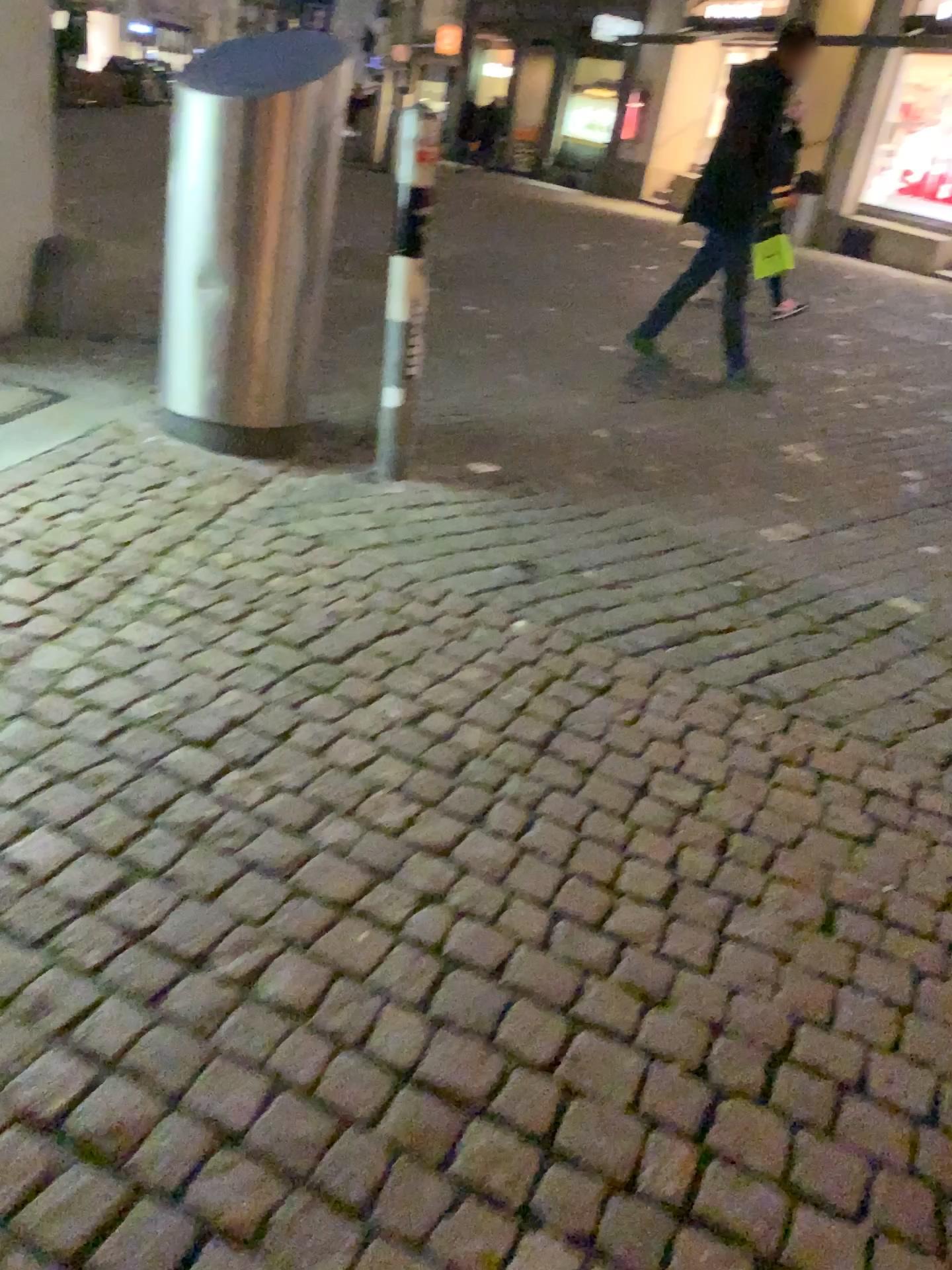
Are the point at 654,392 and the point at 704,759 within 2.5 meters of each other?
no
